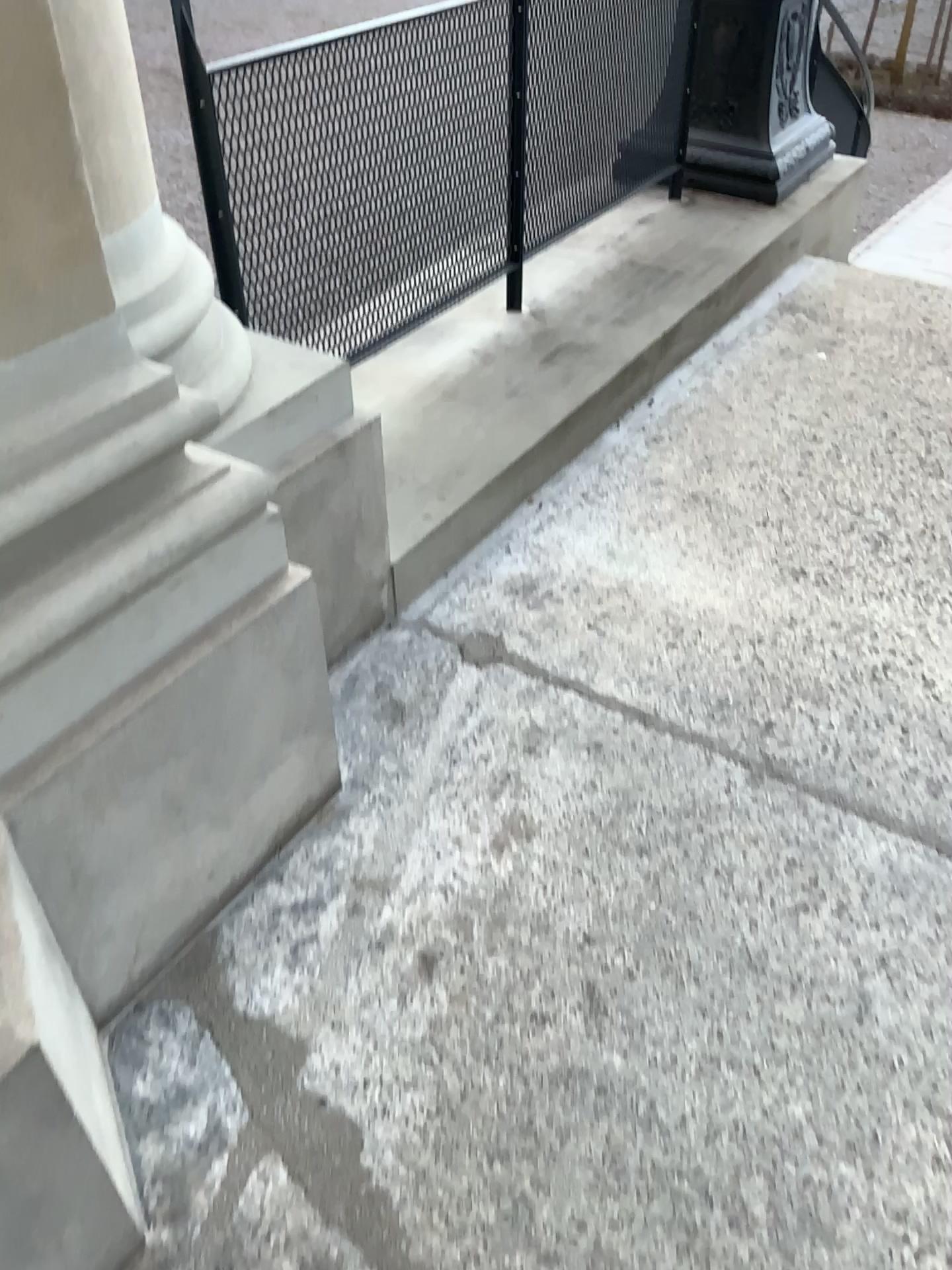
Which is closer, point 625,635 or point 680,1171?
point 680,1171

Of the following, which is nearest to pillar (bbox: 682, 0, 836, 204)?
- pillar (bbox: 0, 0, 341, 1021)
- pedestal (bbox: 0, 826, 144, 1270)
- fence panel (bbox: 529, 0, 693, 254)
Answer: fence panel (bbox: 529, 0, 693, 254)

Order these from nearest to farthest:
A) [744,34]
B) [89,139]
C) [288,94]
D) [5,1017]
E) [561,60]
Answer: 1. [5,1017]
2. [89,139]
3. [288,94]
4. [561,60]
5. [744,34]

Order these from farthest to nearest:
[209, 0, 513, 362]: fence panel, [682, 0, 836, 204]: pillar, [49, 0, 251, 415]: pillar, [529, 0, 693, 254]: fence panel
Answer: [682, 0, 836, 204]: pillar, [529, 0, 693, 254]: fence panel, [209, 0, 513, 362]: fence panel, [49, 0, 251, 415]: pillar

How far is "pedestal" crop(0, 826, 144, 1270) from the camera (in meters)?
1.02

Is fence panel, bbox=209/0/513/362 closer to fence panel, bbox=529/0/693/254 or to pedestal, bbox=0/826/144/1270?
fence panel, bbox=529/0/693/254

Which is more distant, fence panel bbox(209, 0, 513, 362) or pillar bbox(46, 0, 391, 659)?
fence panel bbox(209, 0, 513, 362)

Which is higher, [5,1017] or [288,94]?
[288,94]

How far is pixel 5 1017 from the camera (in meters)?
1.02

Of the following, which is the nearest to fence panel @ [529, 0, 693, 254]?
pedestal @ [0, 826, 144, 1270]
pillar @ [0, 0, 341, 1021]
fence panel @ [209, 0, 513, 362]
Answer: fence panel @ [209, 0, 513, 362]
